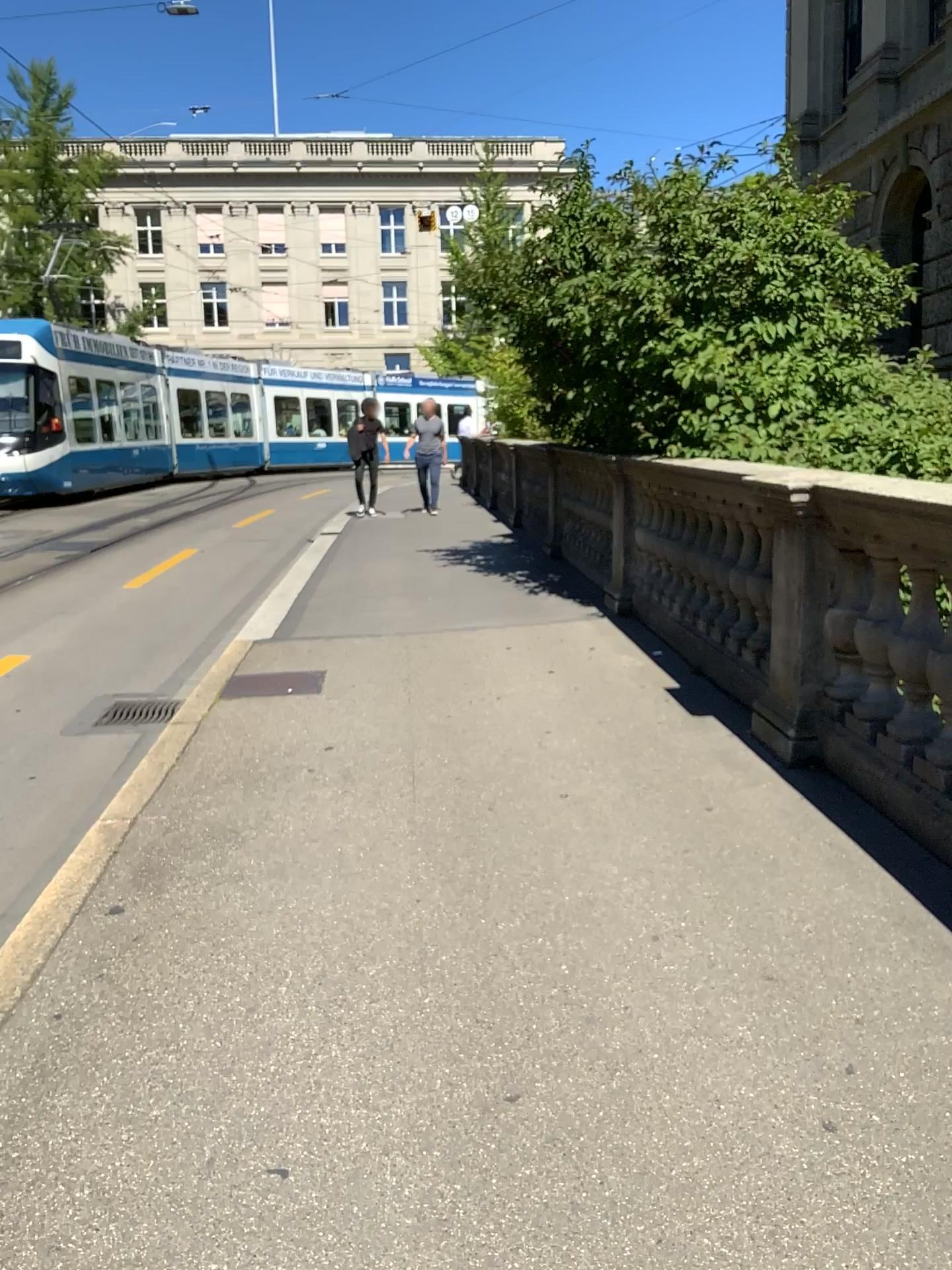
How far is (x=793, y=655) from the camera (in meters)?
4.08
